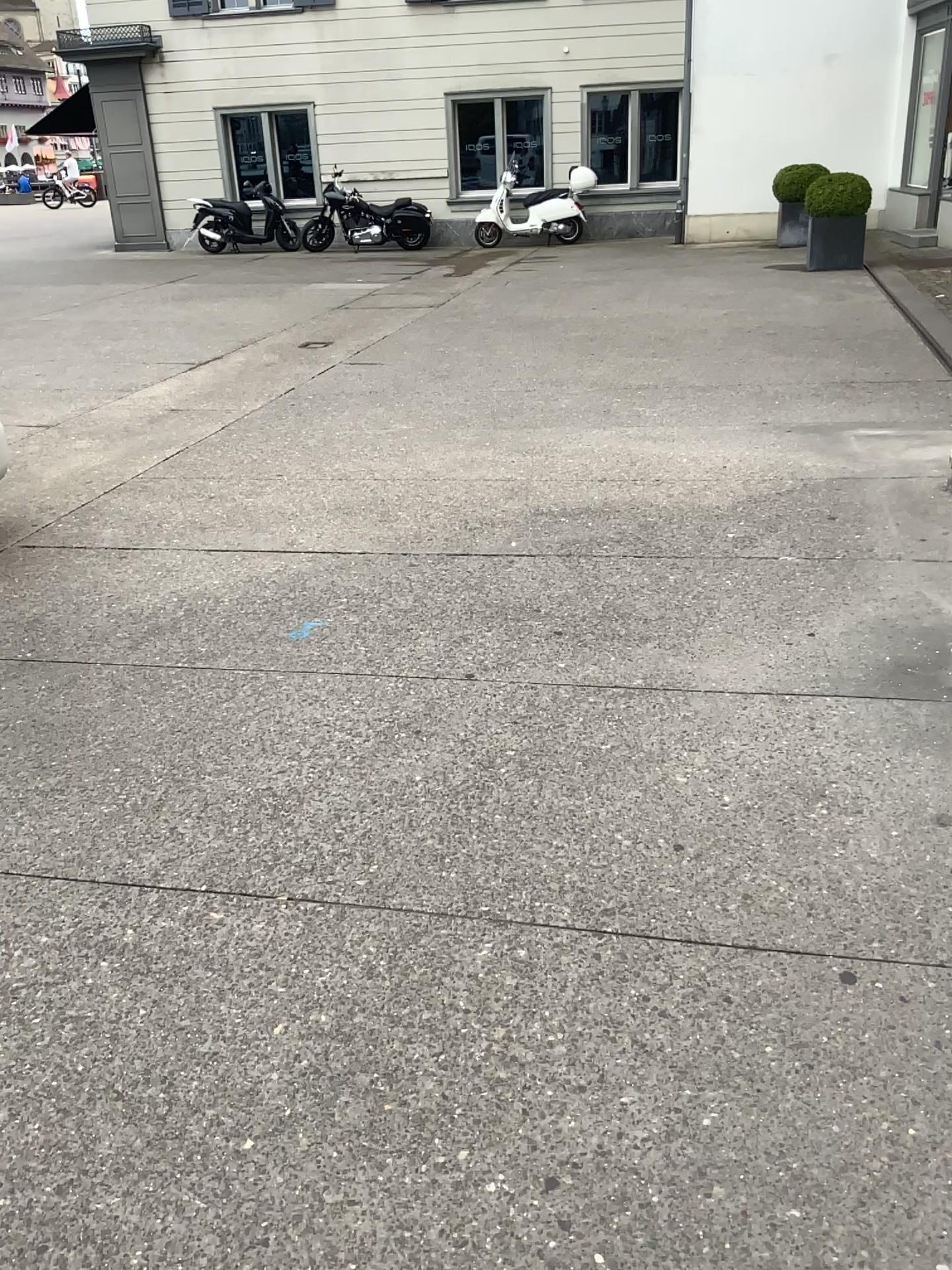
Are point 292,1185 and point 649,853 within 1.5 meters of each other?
yes
